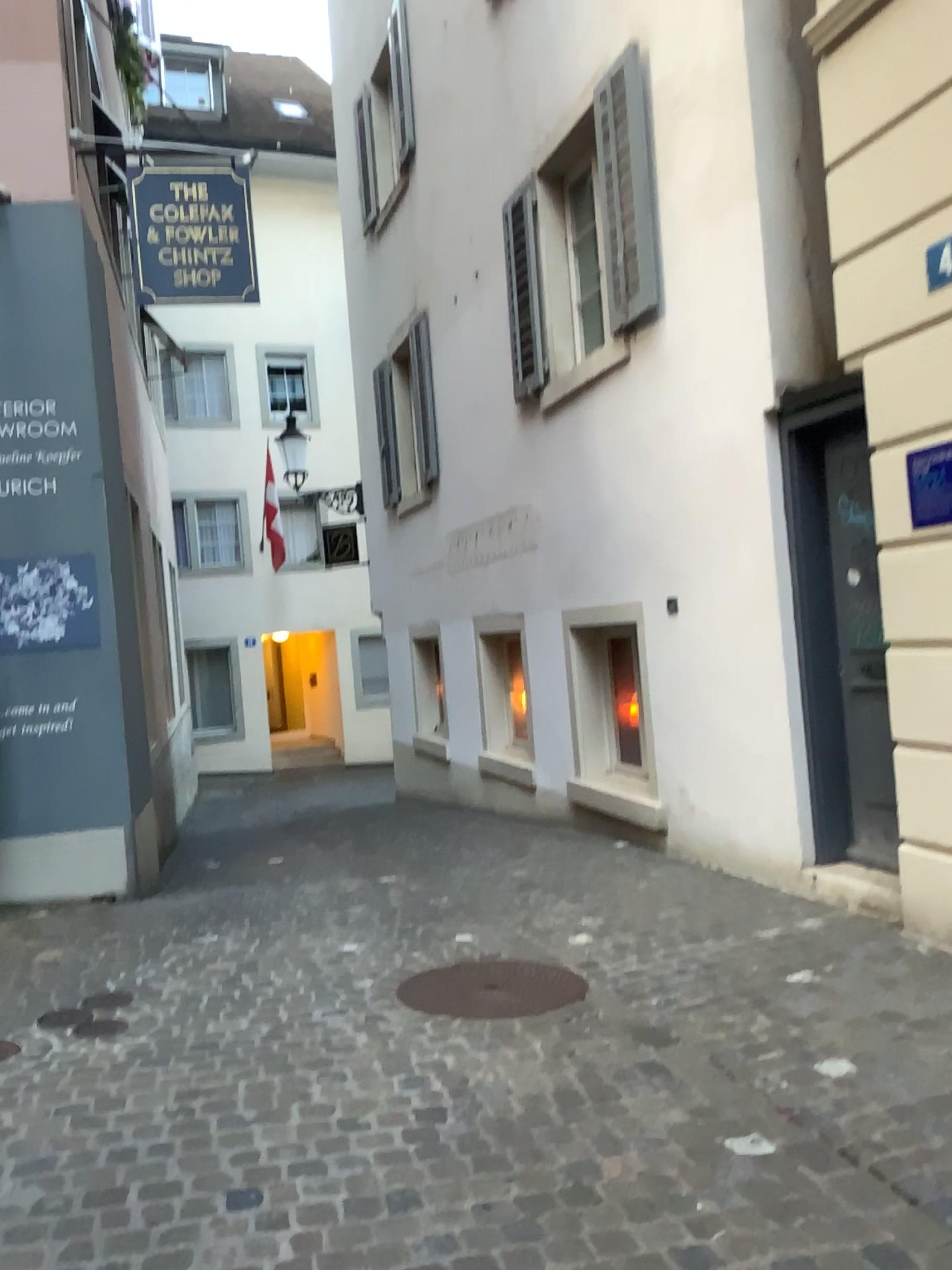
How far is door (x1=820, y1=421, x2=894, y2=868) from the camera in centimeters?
448cm

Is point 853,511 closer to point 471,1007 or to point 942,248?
point 942,248

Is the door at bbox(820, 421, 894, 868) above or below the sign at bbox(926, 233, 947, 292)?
below

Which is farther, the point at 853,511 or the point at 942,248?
the point at 853,511

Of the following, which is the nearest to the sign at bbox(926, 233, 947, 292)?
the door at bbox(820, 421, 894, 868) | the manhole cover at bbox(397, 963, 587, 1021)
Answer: the door at bbox(820, 421, 894, 868)

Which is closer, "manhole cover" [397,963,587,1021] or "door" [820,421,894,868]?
"manhole cover" [397,963,587,1021]

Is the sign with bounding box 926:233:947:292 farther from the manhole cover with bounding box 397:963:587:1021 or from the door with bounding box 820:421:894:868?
the manhole cover with bounding box 397:963:587:1021

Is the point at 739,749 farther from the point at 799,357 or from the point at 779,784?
the point at 799,357

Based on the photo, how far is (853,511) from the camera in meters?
4.5 m

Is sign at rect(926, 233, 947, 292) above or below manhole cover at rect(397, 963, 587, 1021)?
above
